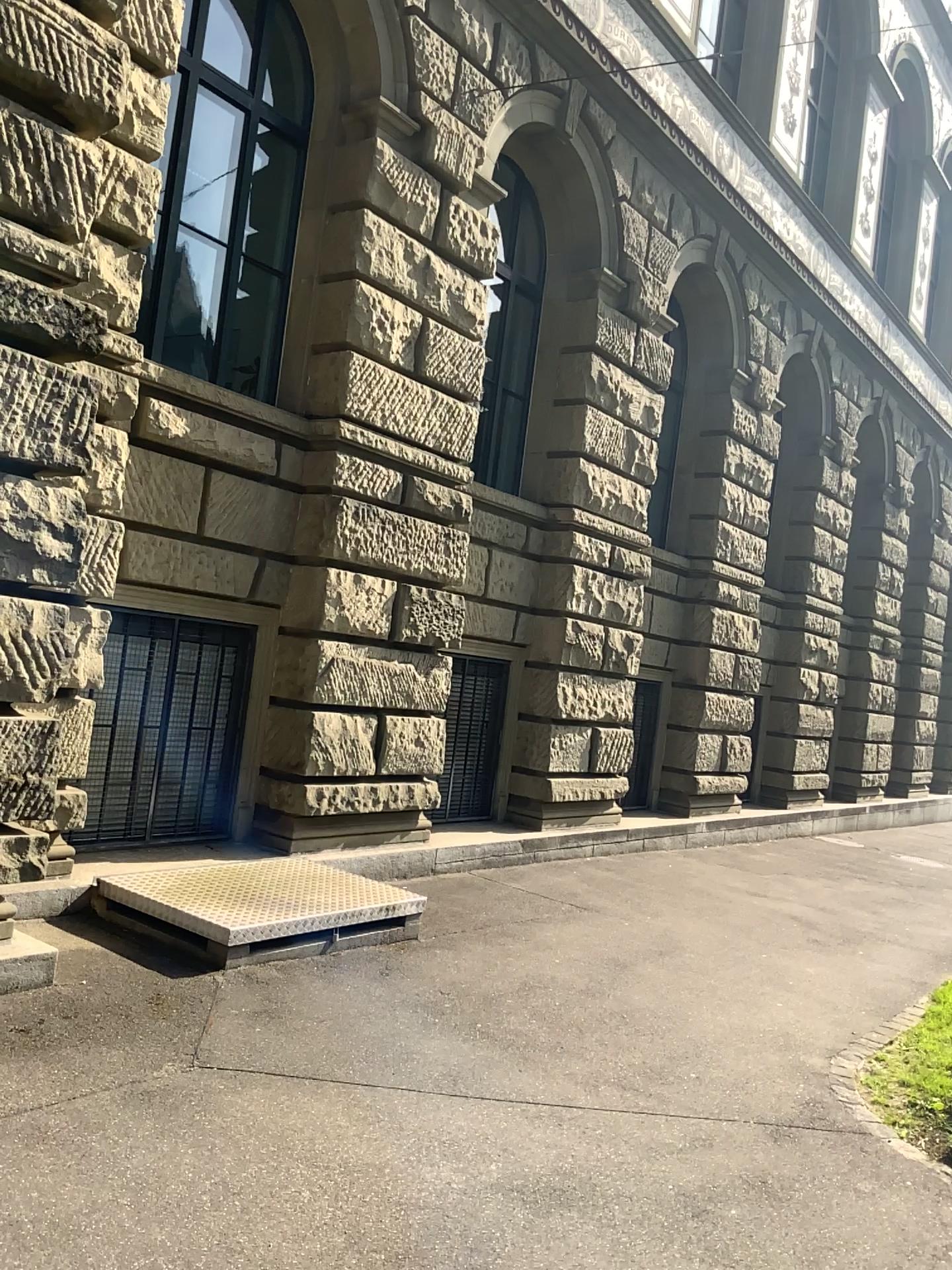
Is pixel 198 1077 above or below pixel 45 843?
below
